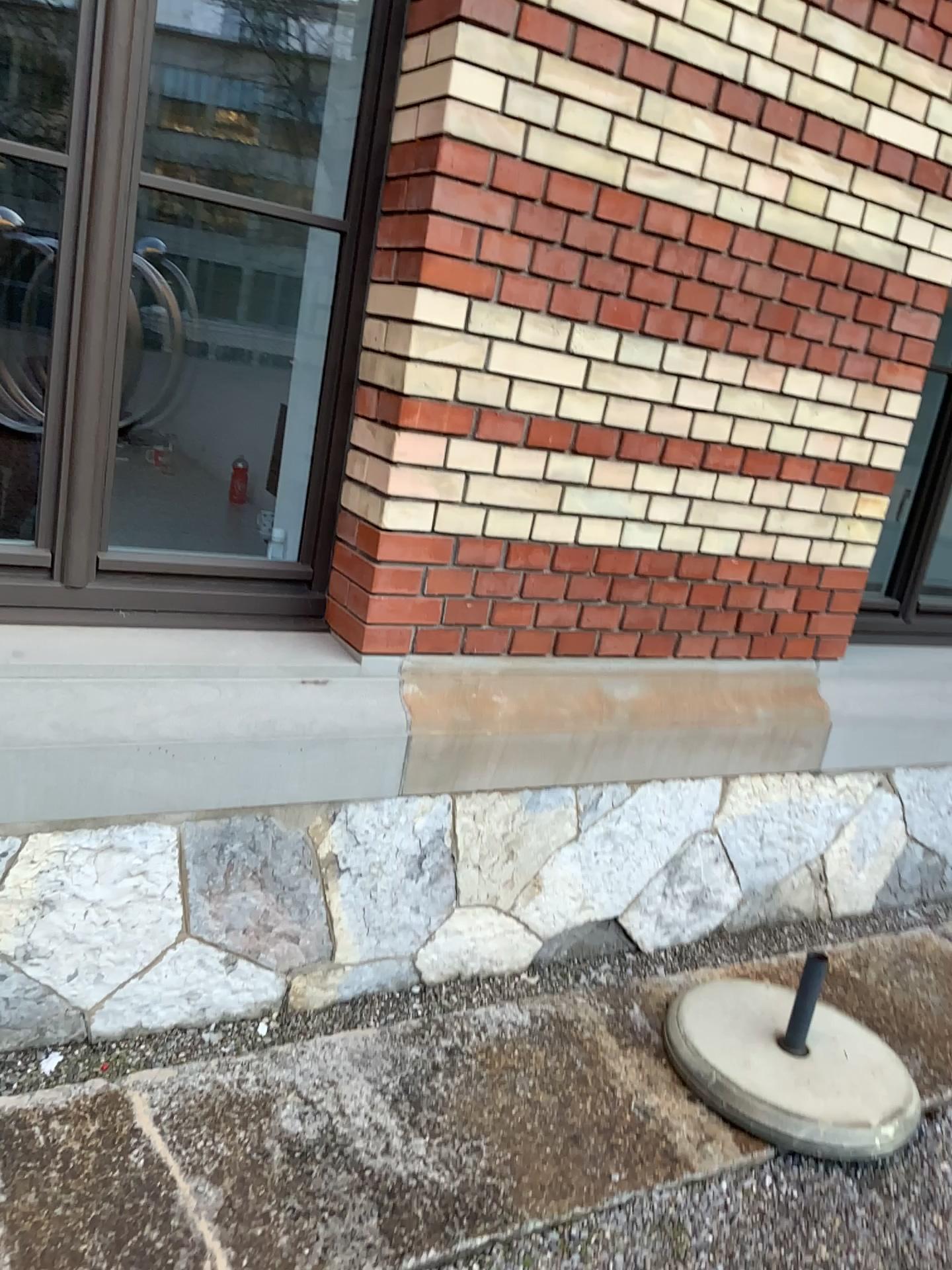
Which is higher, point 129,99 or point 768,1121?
point 129,99

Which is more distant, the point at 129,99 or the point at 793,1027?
the point at 793,1027

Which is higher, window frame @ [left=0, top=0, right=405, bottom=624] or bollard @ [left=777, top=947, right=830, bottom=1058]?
window frame @ [left=0, top=0, right=405, bottom=624]

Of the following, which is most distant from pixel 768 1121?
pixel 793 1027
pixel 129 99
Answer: pixel 129 99

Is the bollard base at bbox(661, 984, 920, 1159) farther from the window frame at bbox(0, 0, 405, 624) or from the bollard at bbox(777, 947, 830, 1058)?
the window frame at bbox(0, 0, 405, 624)

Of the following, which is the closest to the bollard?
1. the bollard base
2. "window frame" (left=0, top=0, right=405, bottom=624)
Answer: the bollard base

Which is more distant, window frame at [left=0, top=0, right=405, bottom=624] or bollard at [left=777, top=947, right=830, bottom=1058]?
bollard at [left=777, top=947, right=830, bottom=1058]

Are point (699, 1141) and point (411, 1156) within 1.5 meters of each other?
yes
